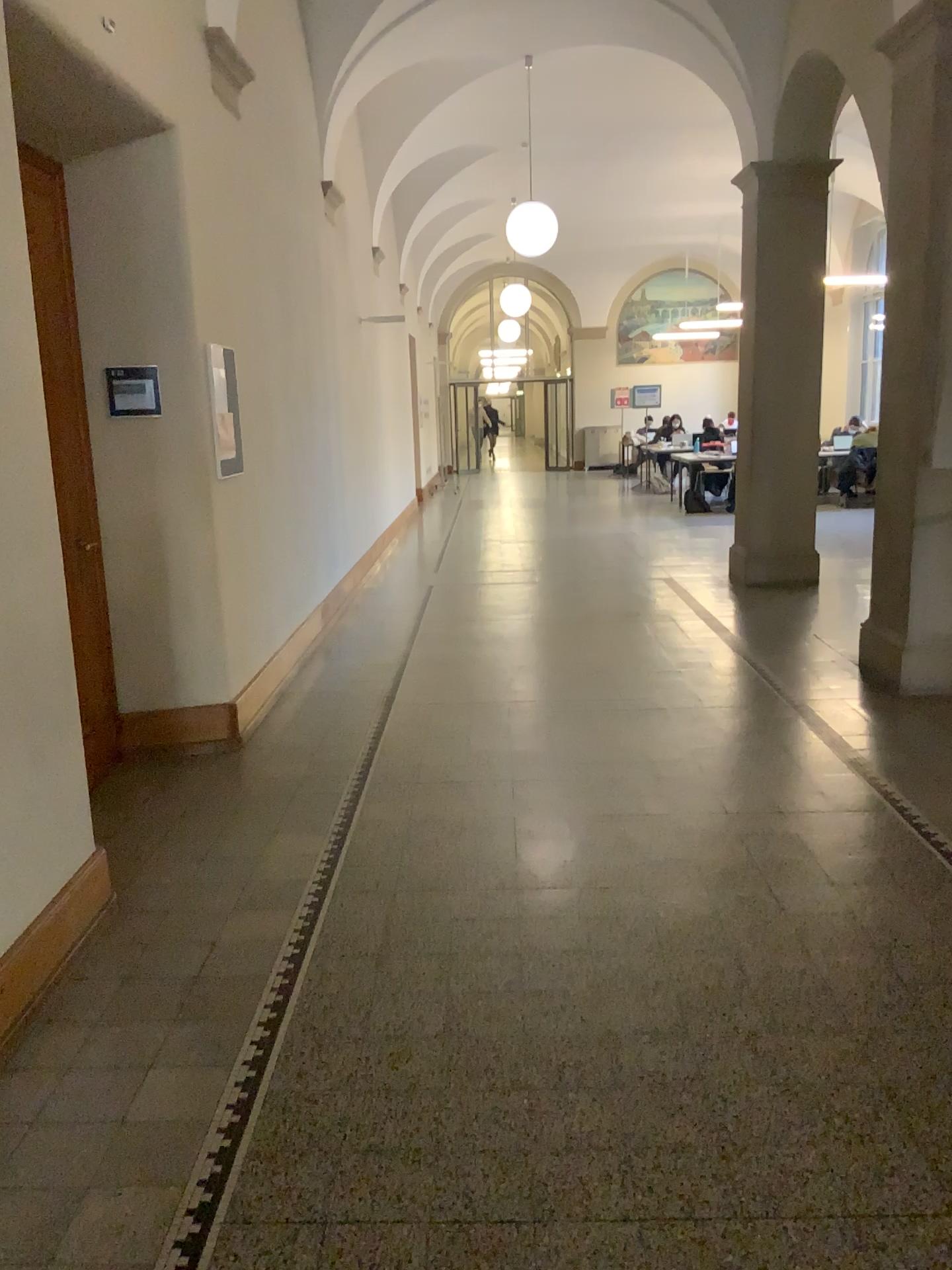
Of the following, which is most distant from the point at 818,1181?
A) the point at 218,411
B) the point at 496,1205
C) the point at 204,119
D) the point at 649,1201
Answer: the point at 204,119

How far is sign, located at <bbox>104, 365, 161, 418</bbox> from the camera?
4.5m

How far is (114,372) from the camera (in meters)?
4.53
